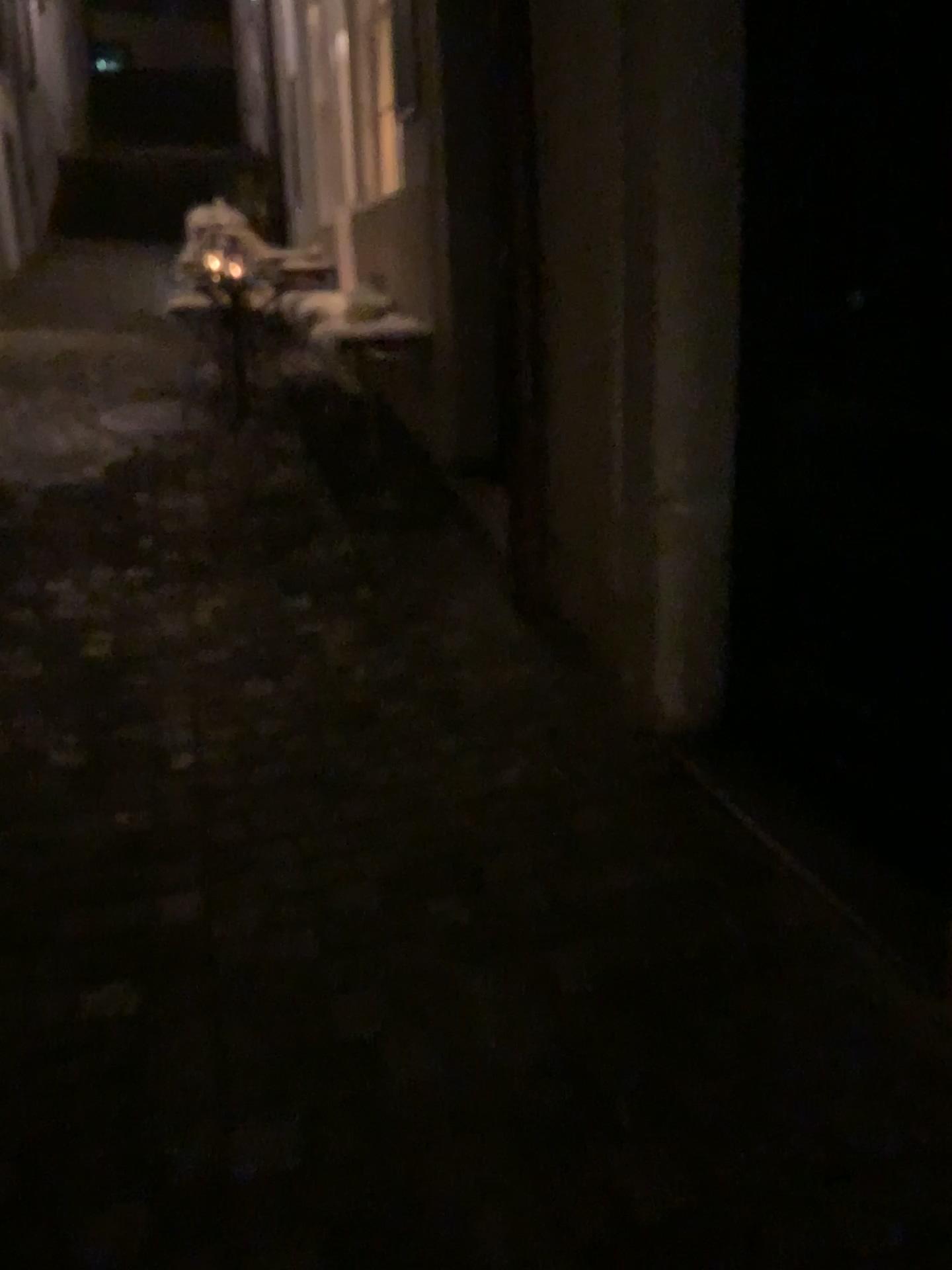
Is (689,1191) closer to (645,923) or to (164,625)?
(645,923)
